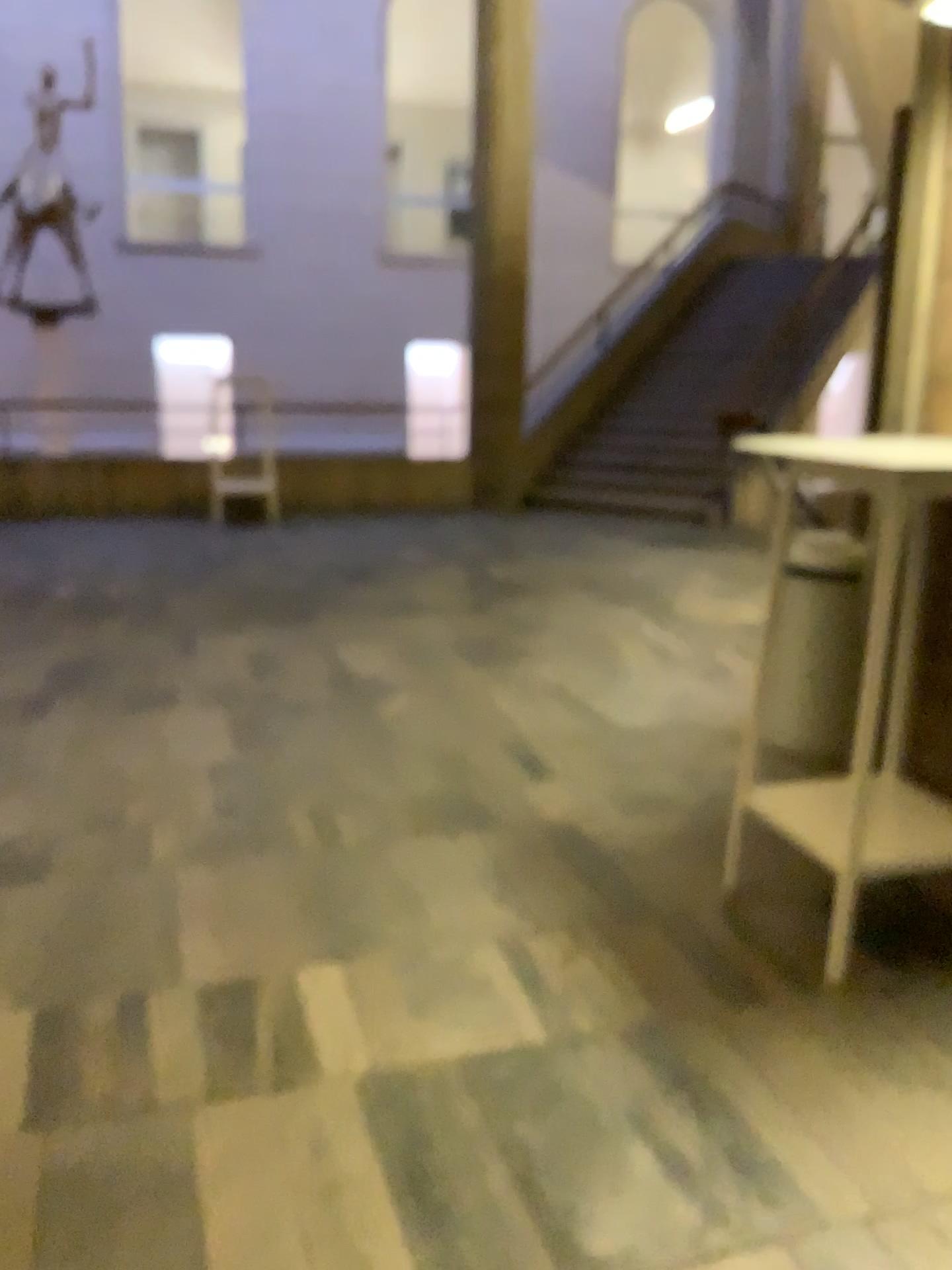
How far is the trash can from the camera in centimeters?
370cm

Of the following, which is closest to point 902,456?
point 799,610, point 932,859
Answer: point 932,859

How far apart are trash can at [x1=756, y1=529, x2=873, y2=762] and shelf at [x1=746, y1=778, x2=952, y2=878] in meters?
0.8 m

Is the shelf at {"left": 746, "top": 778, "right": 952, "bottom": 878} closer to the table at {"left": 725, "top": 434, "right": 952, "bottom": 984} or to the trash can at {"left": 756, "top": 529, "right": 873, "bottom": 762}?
the table at {"left": 725, "top": 434, "right": 952, "bottom": 984}

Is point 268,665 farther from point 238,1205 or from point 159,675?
point 238,1205

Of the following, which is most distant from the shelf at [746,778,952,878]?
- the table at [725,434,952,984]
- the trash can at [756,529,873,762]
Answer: the trash can at [756,529,873,762]

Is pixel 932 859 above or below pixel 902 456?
below

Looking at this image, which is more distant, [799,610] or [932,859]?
[799,610]

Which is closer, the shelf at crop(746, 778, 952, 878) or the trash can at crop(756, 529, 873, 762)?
the shelf at crop(746, 778, 952, 878)
